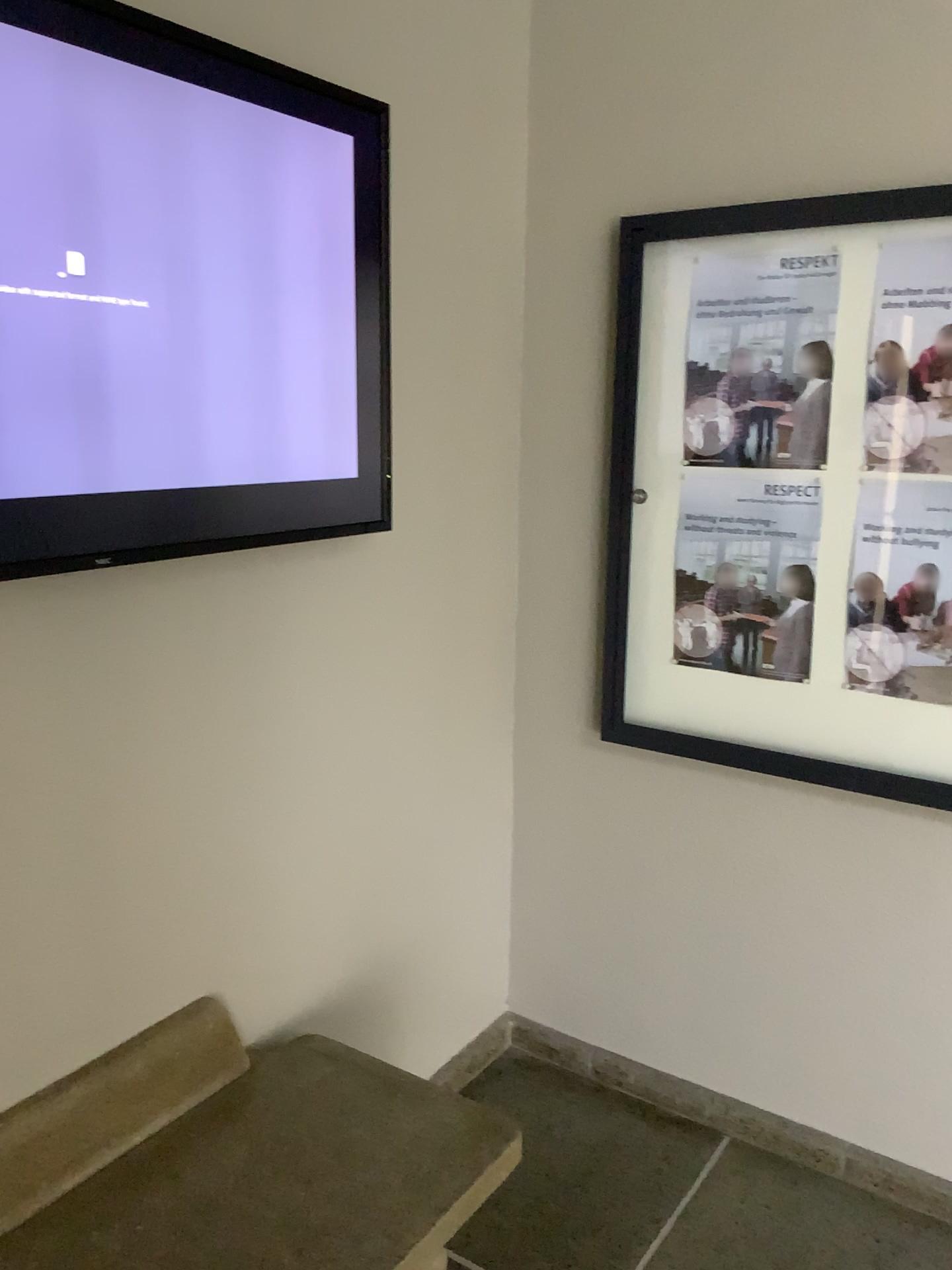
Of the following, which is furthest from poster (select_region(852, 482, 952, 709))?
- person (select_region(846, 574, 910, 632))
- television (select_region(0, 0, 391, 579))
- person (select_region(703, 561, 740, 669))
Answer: television (select_region(0, 0, 391, 579))

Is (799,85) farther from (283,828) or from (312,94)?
(283,828)

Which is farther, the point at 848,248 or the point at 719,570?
the point at 719,570

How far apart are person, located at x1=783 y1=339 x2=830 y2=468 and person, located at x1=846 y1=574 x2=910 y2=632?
0.26m

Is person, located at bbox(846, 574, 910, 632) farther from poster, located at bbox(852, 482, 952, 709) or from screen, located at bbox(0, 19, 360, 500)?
screen, located at bbox(0, 19, 360, 500)

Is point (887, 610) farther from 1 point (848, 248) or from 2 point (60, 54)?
2 point (60, 54)

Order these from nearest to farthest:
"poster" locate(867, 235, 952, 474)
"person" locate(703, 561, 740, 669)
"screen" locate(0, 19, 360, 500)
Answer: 1. "screen" locate(0, 19, 360, 500)
2. "poster" locate(867, 235, 952, 474)
3. "person" locate(703, 561, 740, 669)

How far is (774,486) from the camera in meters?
2.1 m

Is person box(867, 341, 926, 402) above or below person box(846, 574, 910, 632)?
above

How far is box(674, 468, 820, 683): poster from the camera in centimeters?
214cm
